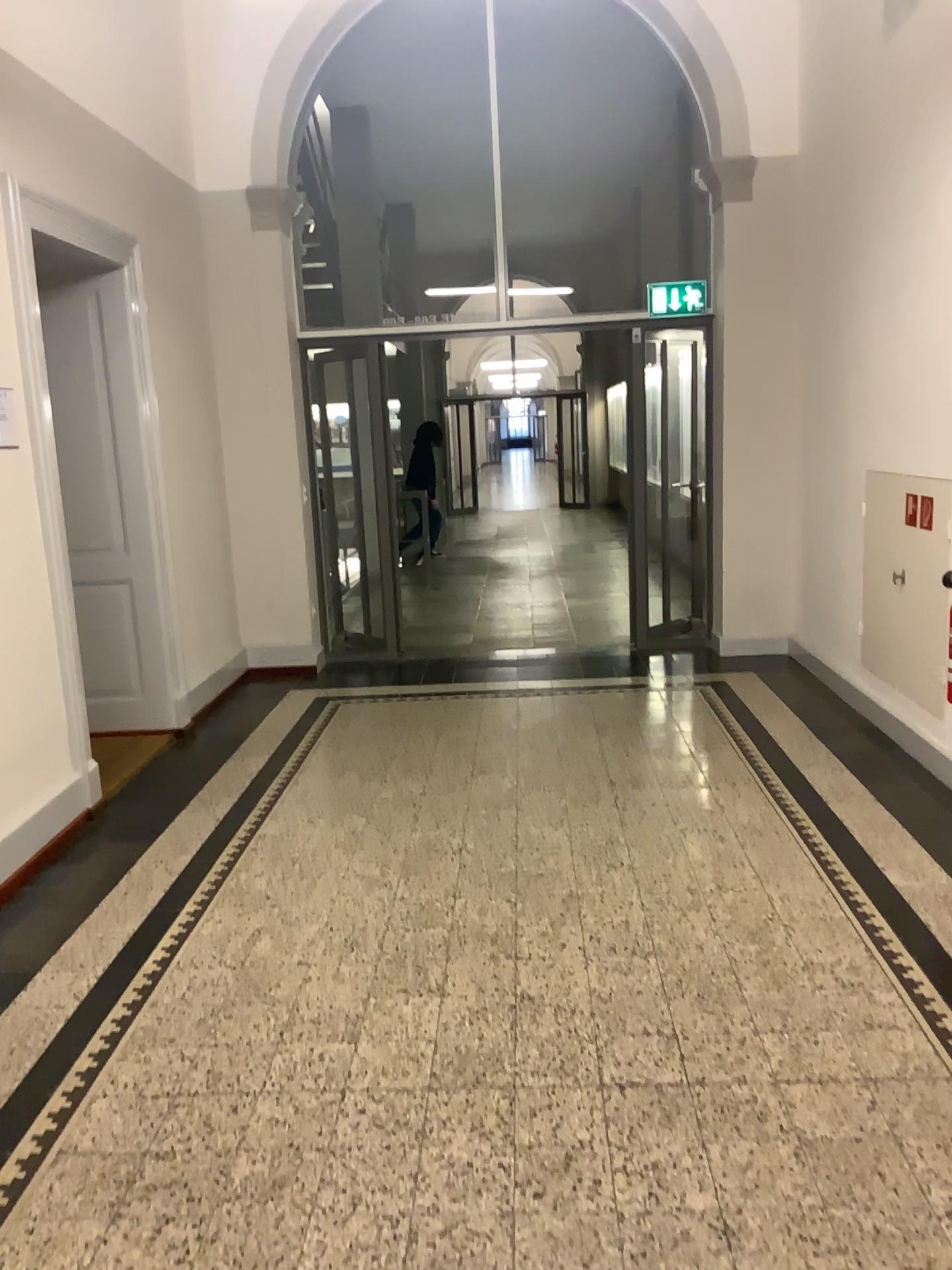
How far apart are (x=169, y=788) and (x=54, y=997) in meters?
1.7
